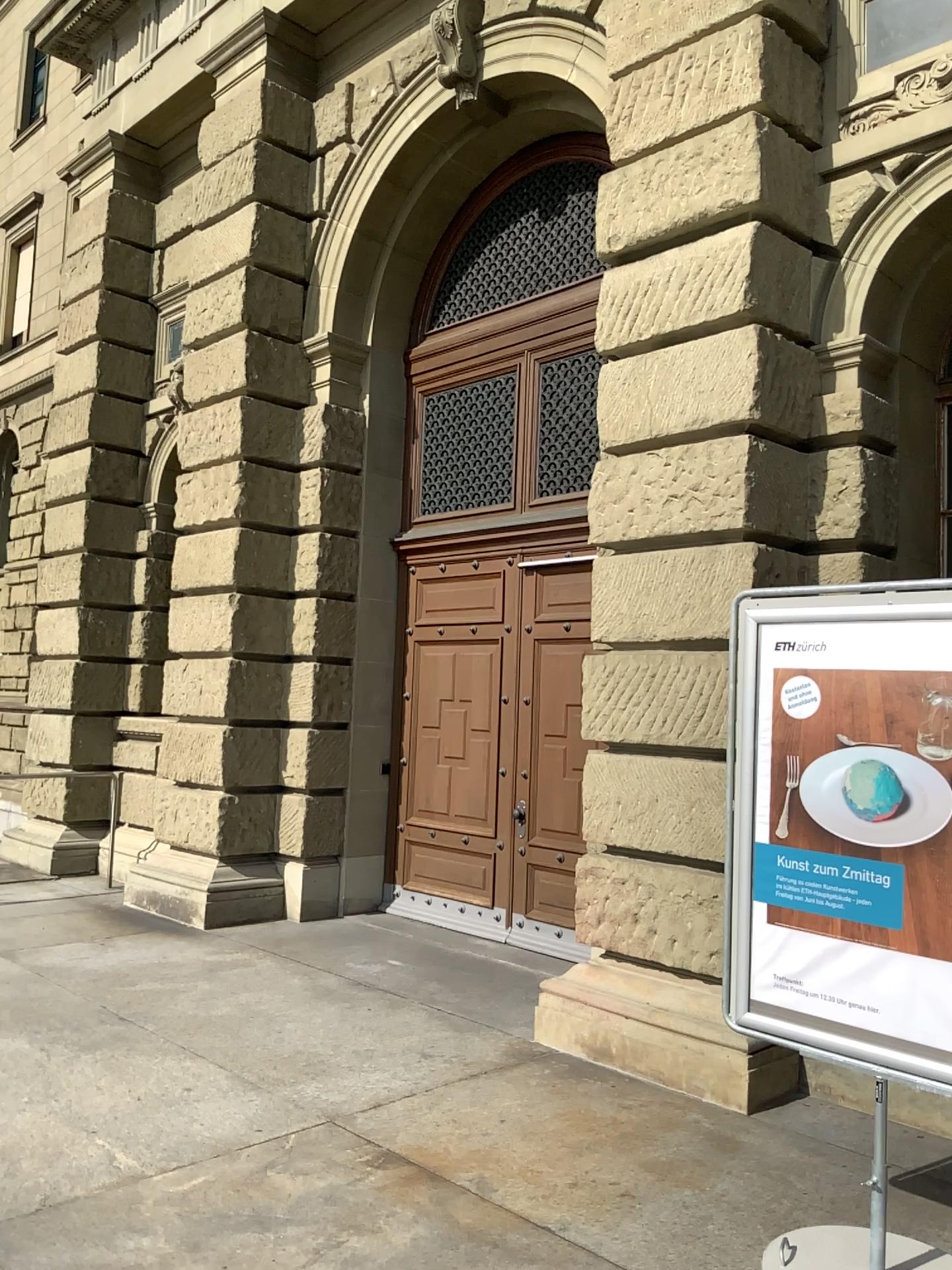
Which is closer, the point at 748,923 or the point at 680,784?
the point at 748,923

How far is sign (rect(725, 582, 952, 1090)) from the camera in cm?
304

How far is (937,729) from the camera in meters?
3.0 m

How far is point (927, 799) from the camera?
3.01m

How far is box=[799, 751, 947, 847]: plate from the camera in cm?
301
